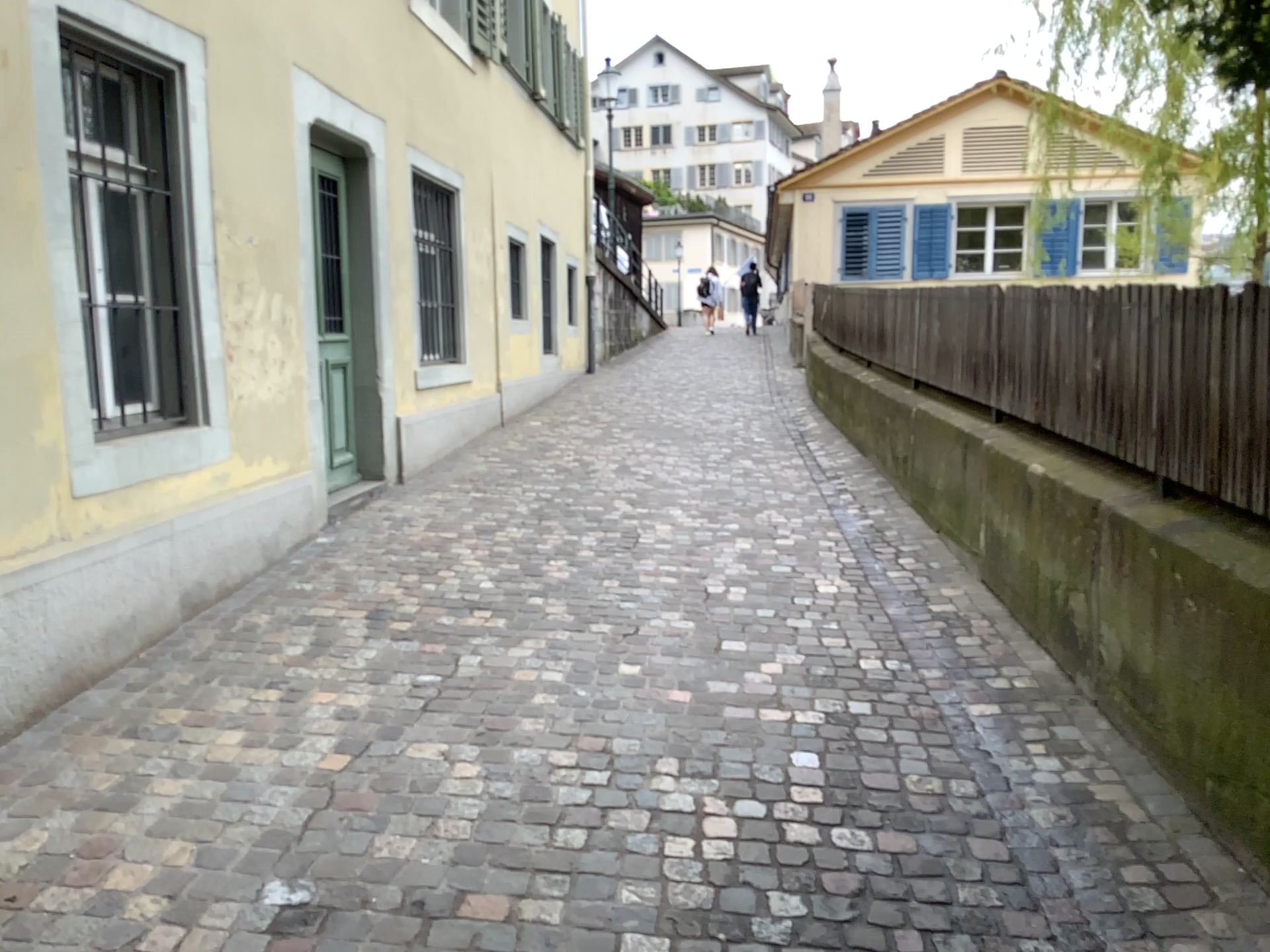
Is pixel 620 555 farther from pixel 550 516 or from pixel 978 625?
pixel 978 625
